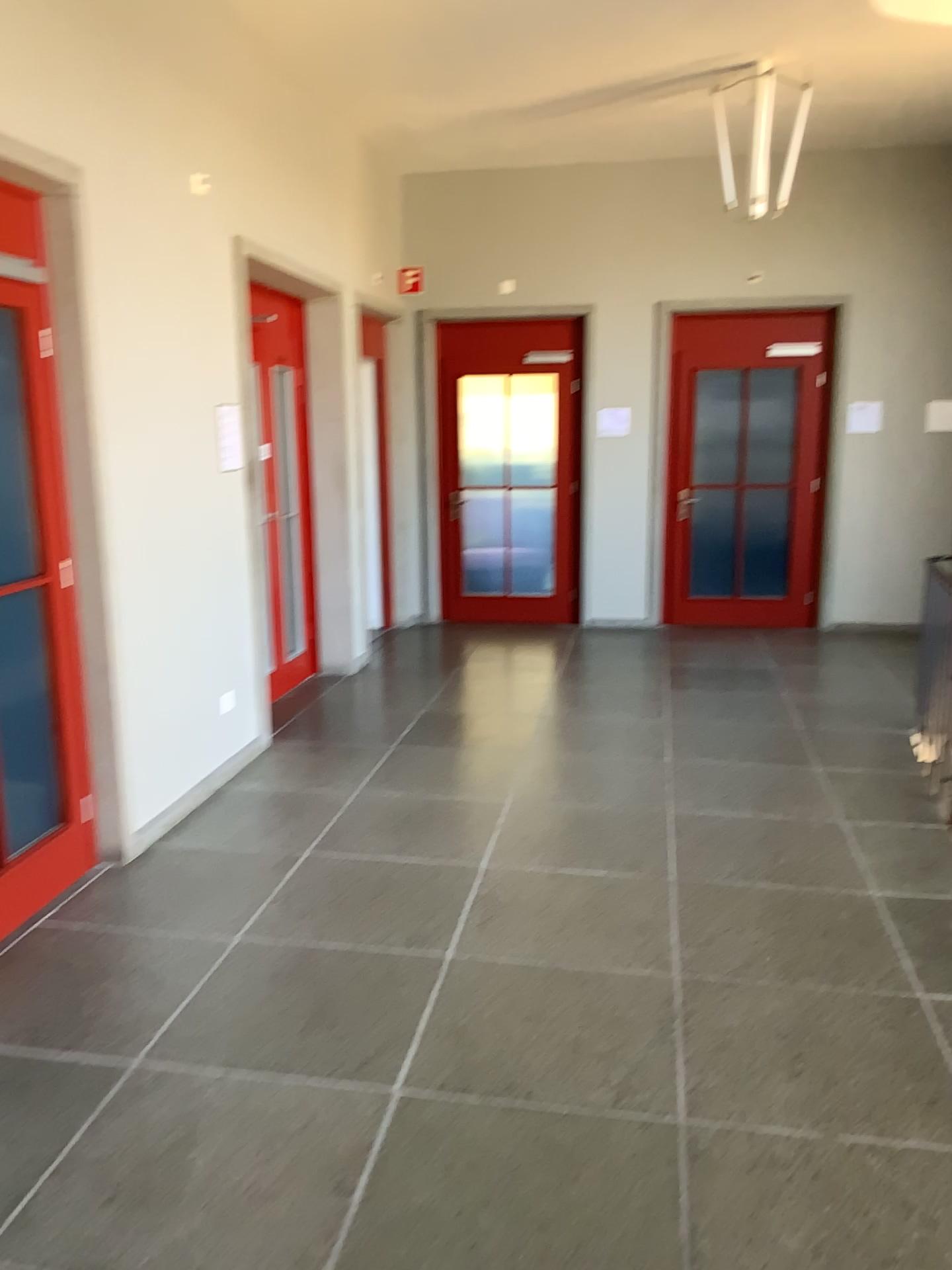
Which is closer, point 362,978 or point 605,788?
point 362,978
